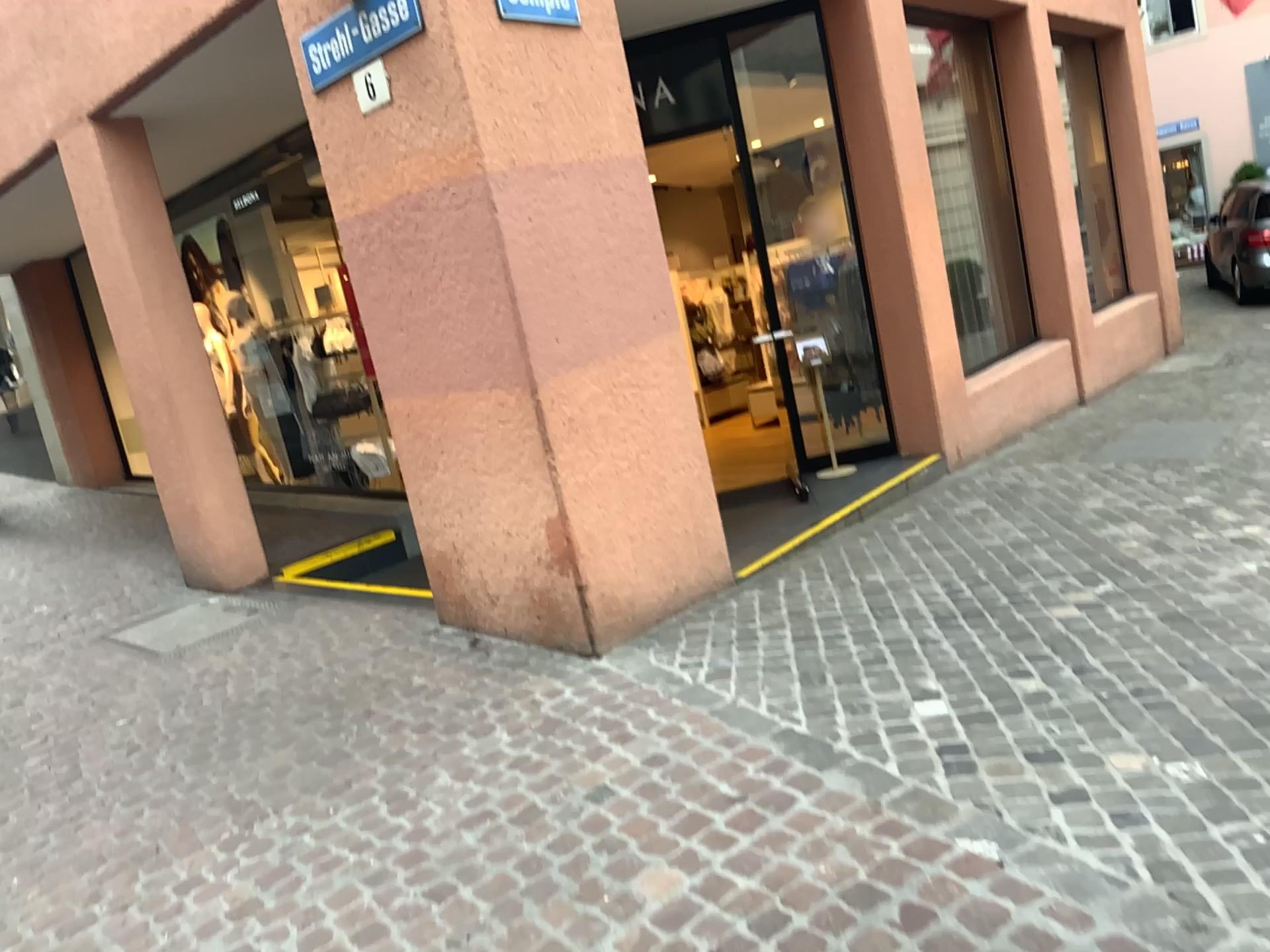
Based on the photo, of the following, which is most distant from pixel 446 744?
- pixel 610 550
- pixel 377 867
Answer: pixel 610 550
